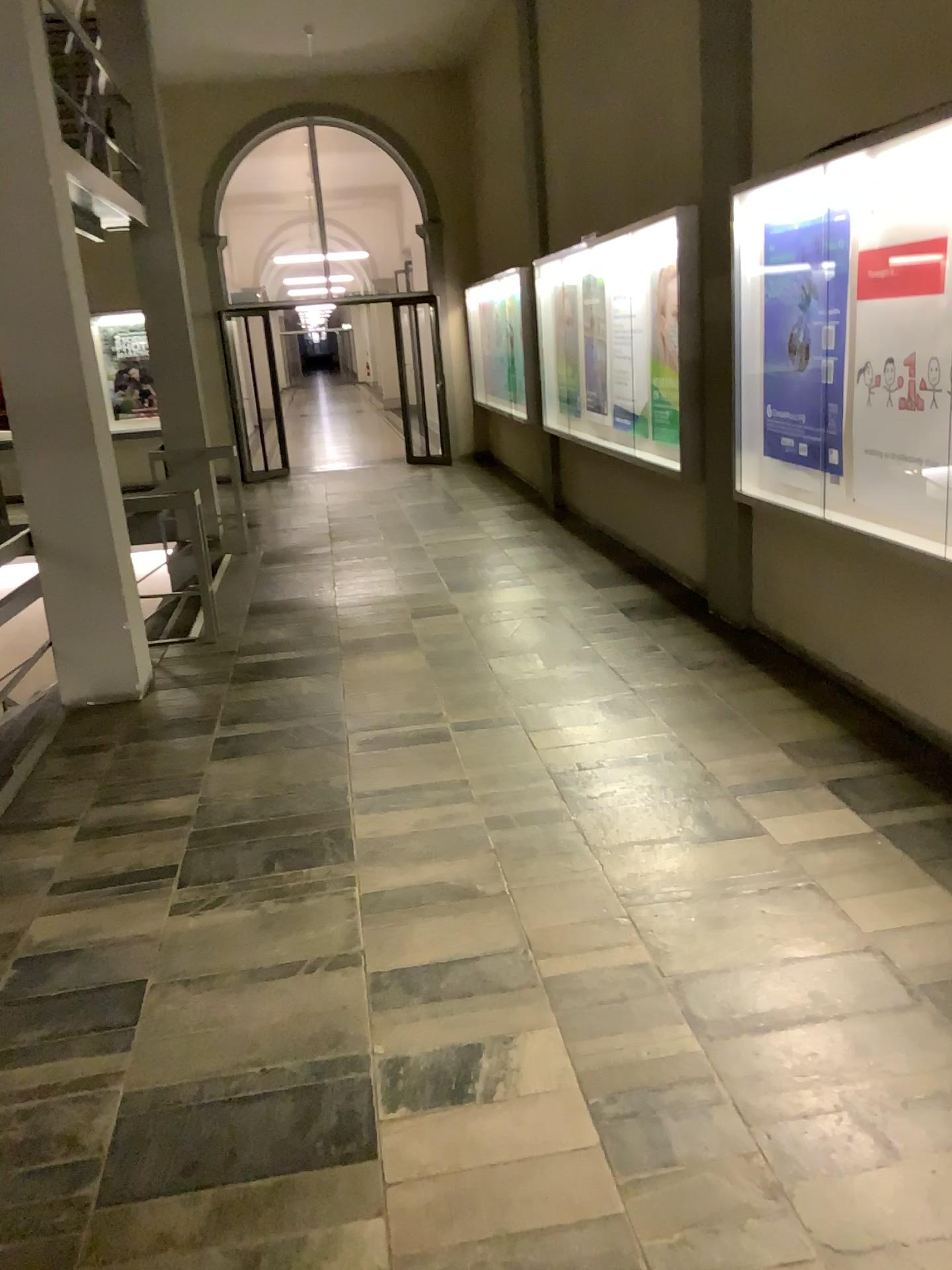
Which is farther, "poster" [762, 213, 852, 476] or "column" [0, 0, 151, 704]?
"column" [0, 0, 151, 704]

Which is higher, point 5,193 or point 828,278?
point 5,193

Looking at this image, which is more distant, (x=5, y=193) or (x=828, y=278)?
(x=5, y=193)

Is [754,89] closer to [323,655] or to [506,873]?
[323,655]
